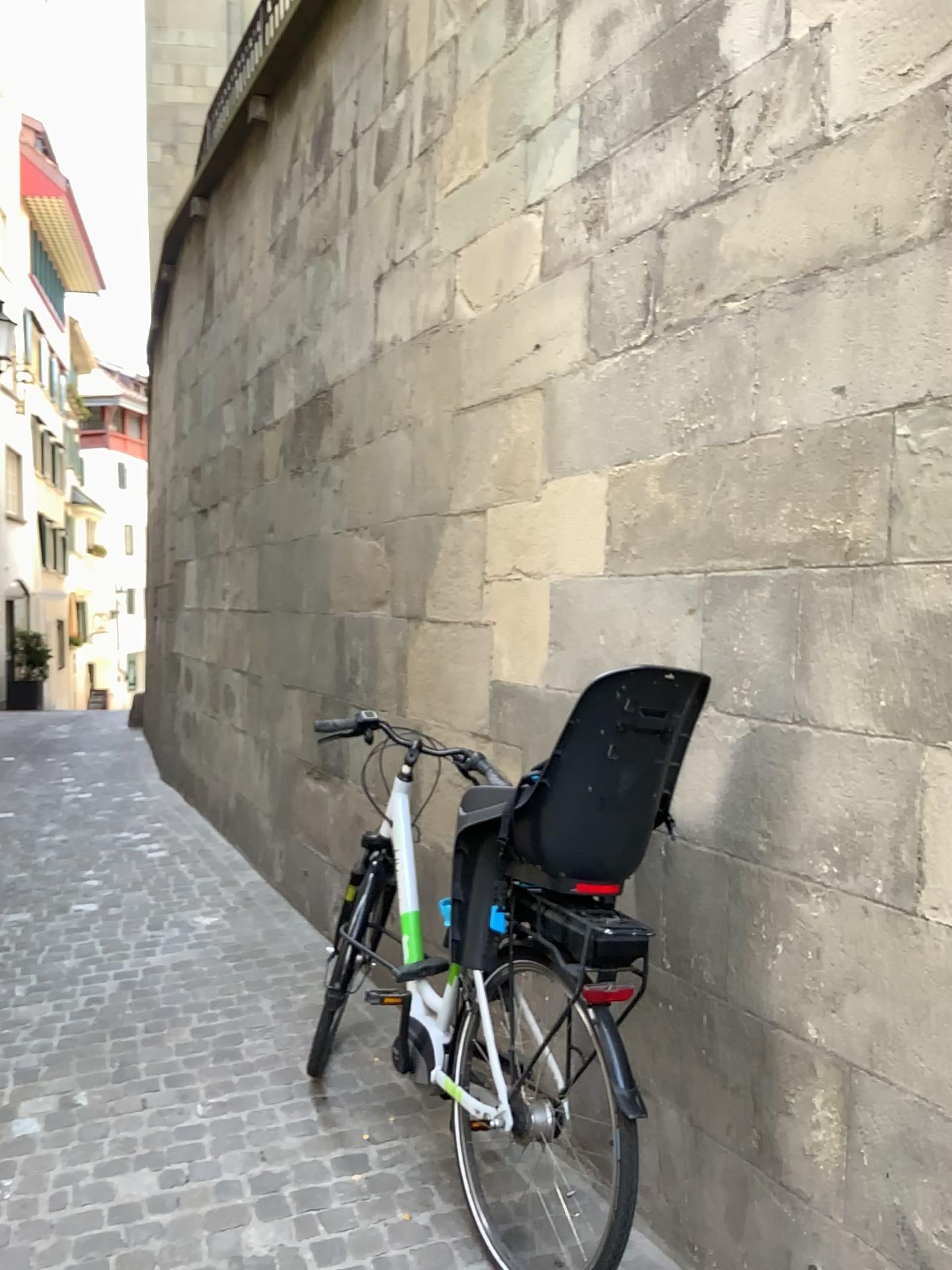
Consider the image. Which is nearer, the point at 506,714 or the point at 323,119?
the point at 506,714
